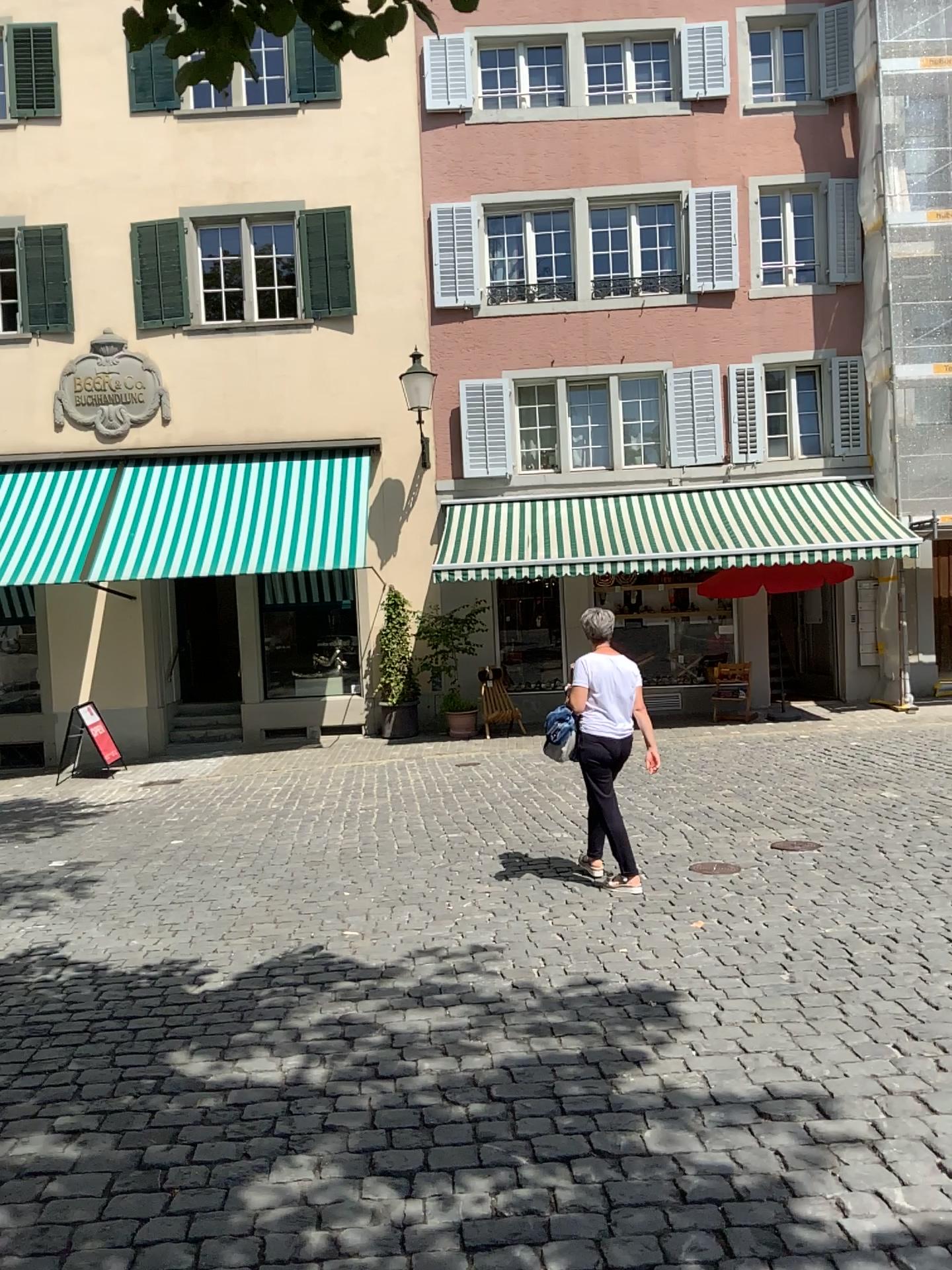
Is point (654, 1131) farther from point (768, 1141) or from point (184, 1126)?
point (184, 1126)
